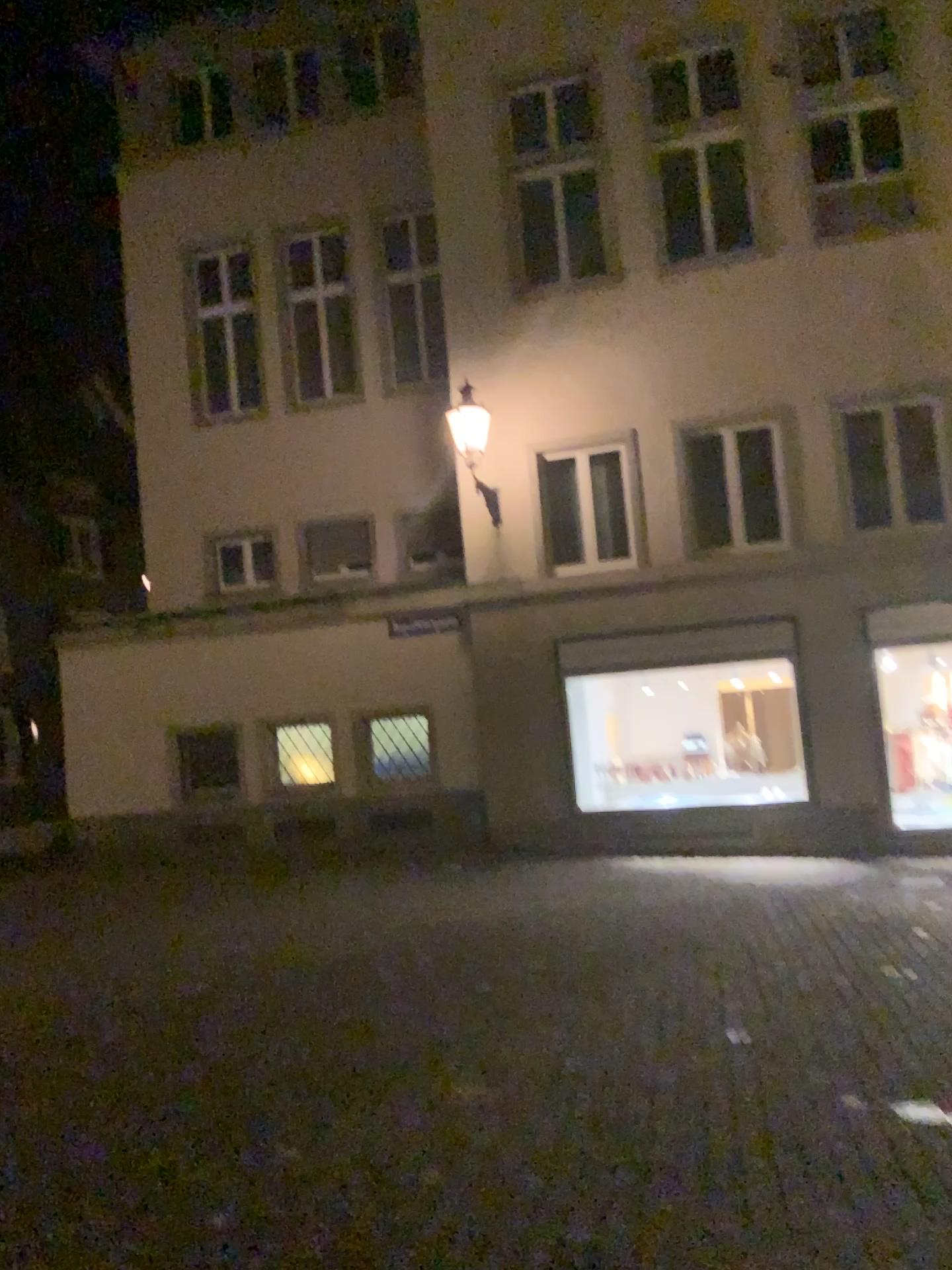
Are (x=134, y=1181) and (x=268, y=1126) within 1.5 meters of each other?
yes
